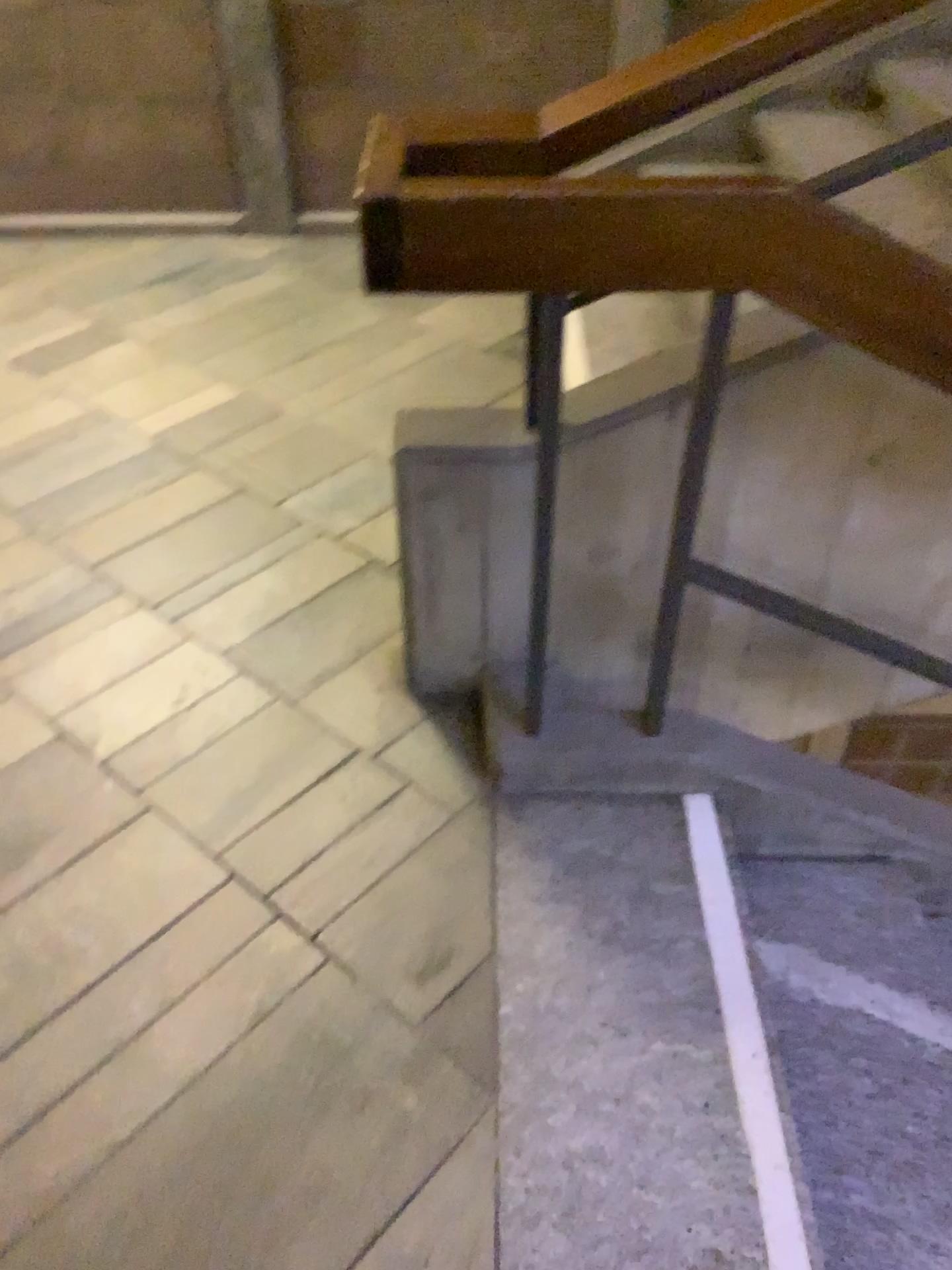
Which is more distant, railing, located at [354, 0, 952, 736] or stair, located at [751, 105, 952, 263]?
stair, located at [751, 105, 952, 263]

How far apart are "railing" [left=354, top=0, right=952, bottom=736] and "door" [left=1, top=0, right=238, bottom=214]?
2.44m

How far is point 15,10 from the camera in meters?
3.3

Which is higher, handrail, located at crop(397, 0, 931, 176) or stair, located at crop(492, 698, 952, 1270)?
handrail, located at crop(397, 0, 931, 176)

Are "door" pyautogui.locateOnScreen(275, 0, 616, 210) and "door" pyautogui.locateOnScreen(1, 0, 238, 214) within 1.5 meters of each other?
yes

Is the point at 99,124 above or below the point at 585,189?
below

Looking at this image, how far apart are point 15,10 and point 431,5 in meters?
1.3

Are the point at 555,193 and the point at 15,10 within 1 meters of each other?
no

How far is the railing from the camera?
1.2 meters

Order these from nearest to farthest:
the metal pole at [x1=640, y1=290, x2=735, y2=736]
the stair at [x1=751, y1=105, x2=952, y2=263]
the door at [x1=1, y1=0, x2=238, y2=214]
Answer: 1. the metal pole at [x1=640, y1=290, x2=735, y2=736]
2. the stair at [x1=751, y1=105, x2=952, y2=263]
3. the door at [x1=1, y1=0, x2=238, y2=214]
